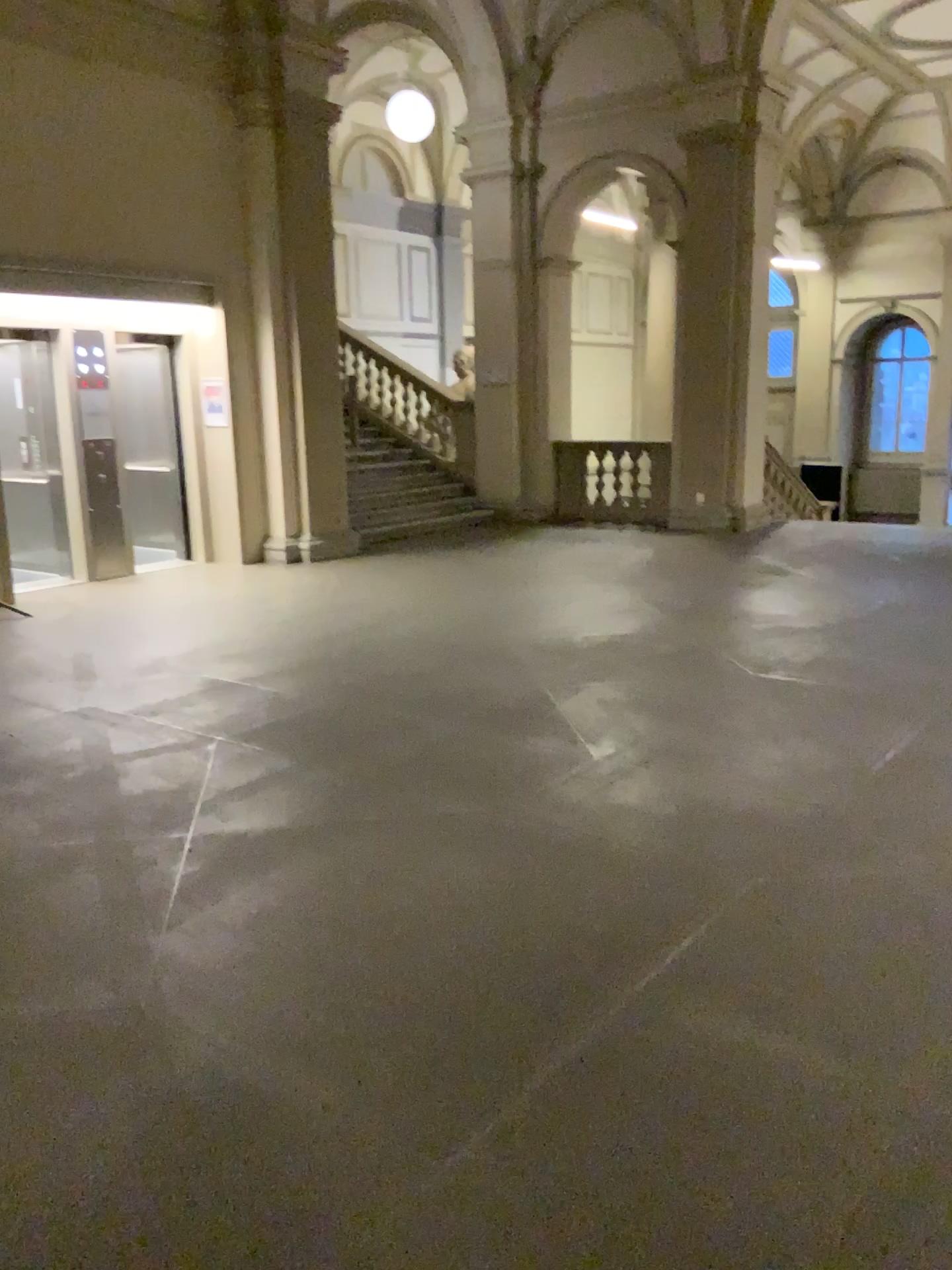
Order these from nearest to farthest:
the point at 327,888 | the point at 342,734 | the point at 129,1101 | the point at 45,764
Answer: the point at 129,1101 < the point at 327,888 < the point at 45,764 < the point at 342,734
